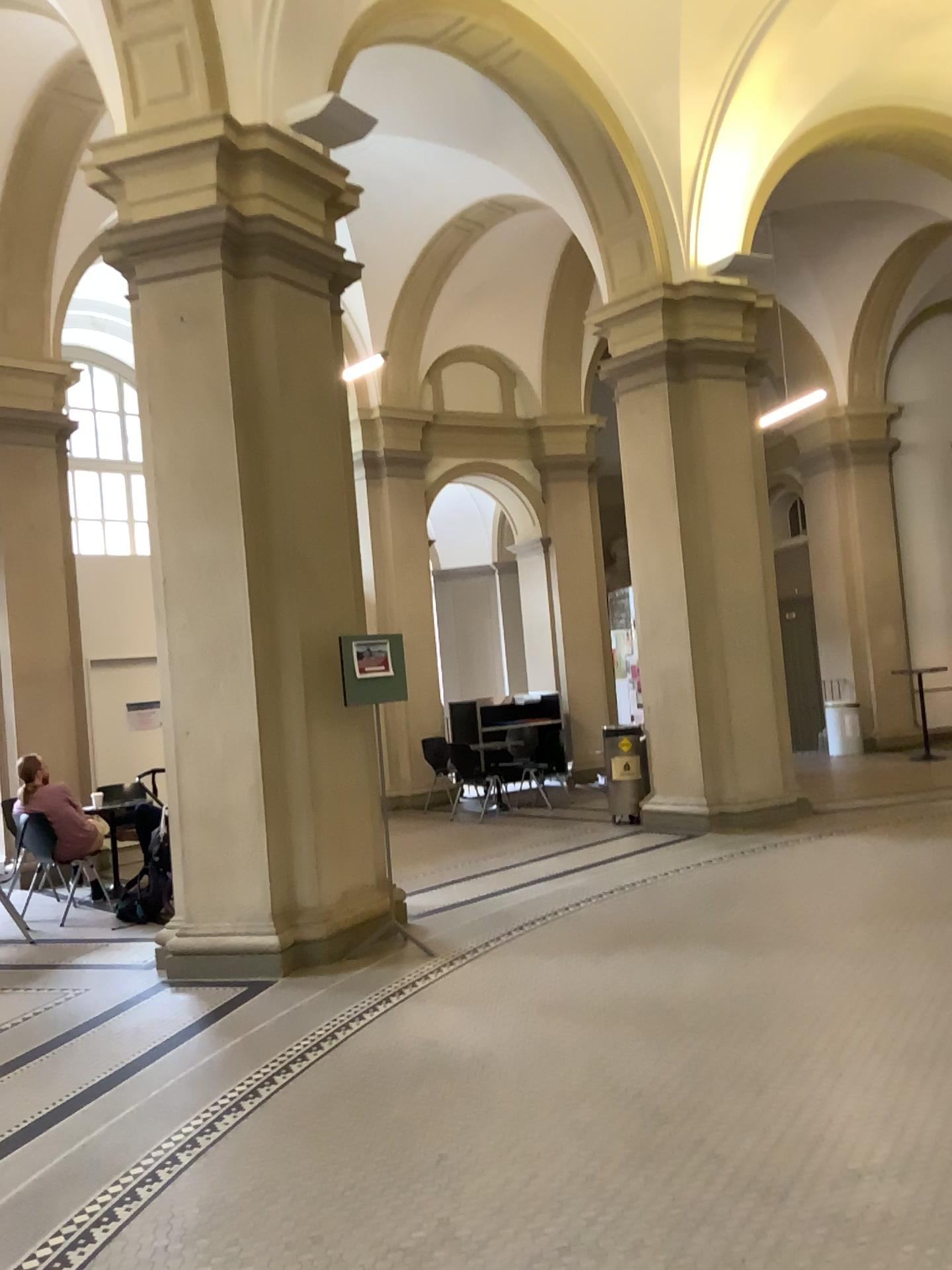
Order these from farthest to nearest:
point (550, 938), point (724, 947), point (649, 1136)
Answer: point (550, 938), point (724, 947), point (649, 1136)
